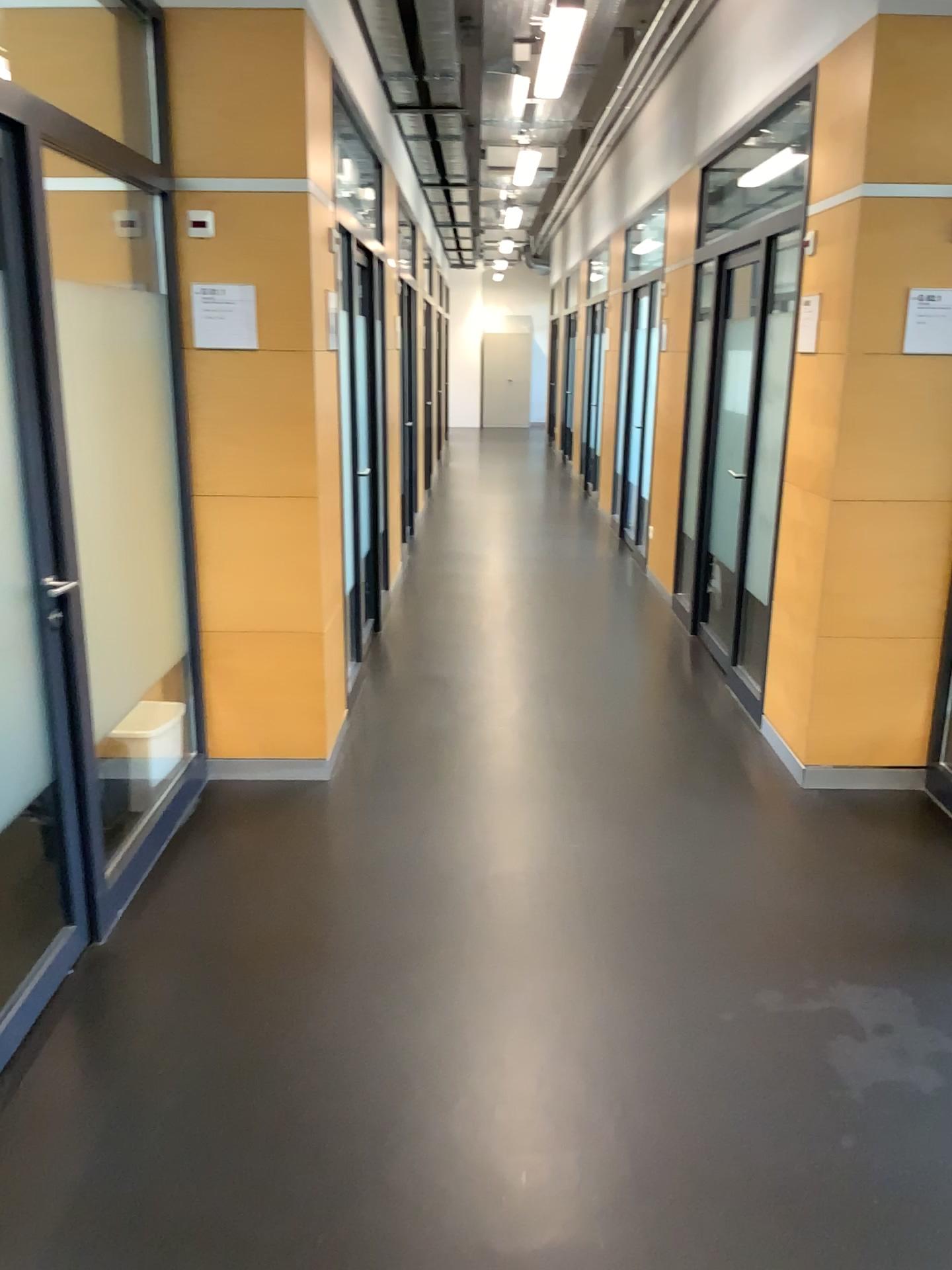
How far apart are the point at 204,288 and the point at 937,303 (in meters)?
2.41

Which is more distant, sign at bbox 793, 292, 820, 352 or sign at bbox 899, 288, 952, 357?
sign at bbox 793, 292, 820, 352

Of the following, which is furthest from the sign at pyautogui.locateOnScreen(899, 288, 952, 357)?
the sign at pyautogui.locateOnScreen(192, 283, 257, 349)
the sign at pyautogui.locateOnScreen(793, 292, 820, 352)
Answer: the sign at pyautogui.locateOnScreen(192, 283, 257, 349)

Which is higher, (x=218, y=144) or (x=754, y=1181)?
(x=218, y=144)

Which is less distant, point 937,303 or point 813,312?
point 937,303

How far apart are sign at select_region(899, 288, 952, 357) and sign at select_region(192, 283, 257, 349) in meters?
2.2

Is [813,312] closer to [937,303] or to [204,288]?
[937,303]

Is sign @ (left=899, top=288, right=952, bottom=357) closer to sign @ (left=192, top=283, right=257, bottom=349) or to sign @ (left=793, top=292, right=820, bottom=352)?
sign @ (left=793, top=292, right=820, bottom=352)

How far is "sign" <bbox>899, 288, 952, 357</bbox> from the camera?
3.41m
